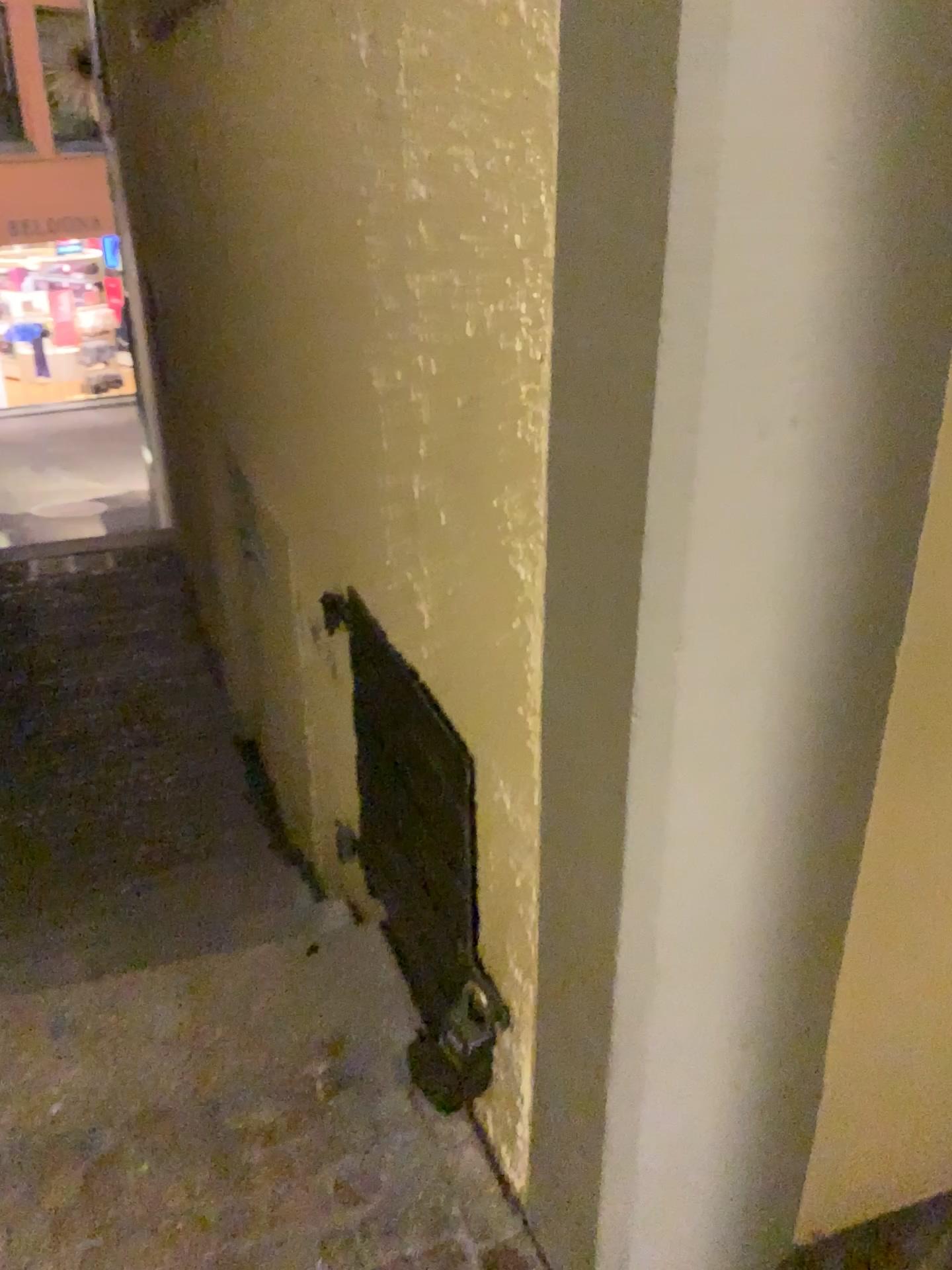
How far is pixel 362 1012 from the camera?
1.8 meters
